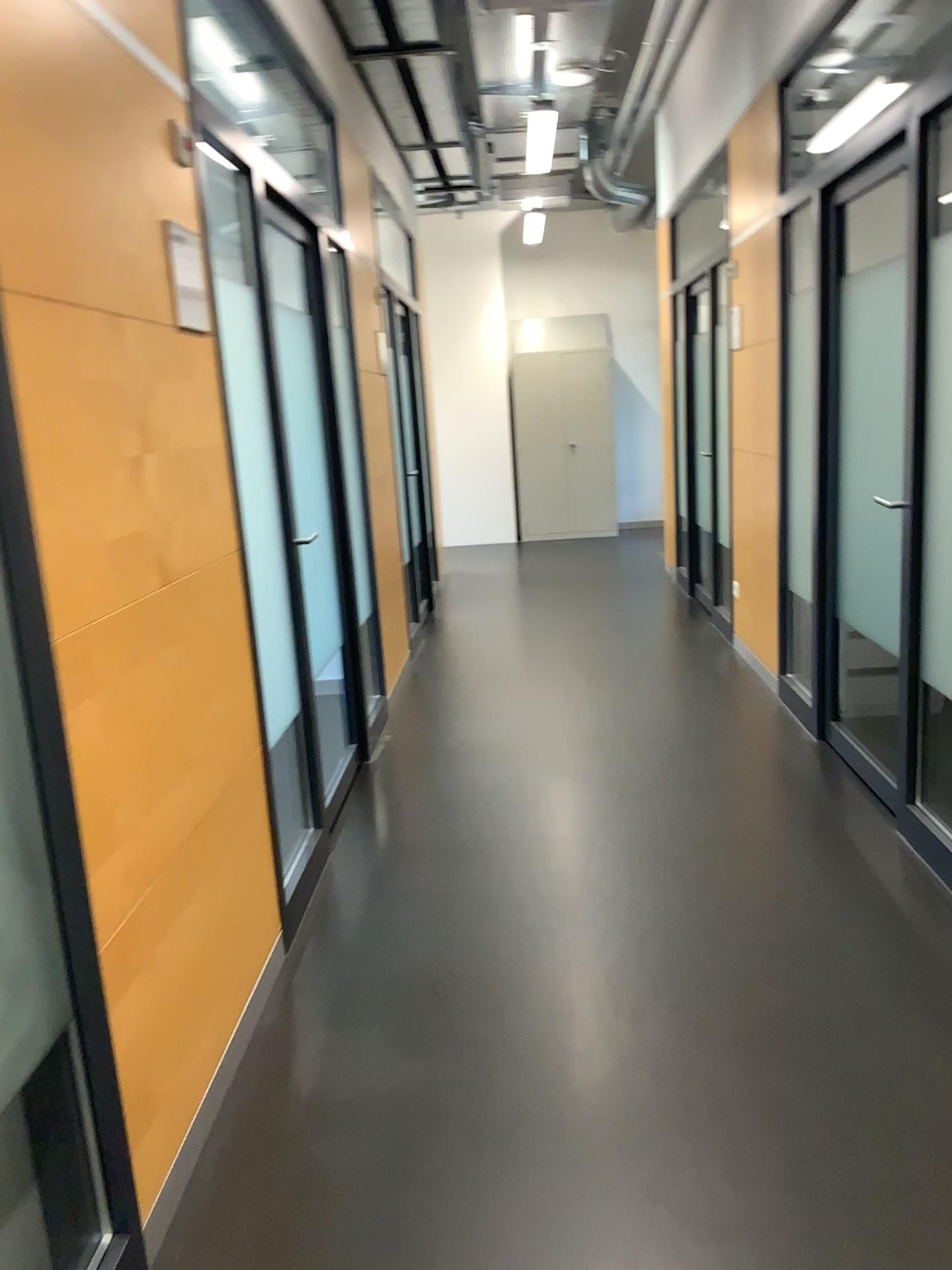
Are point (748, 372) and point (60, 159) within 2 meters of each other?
no
